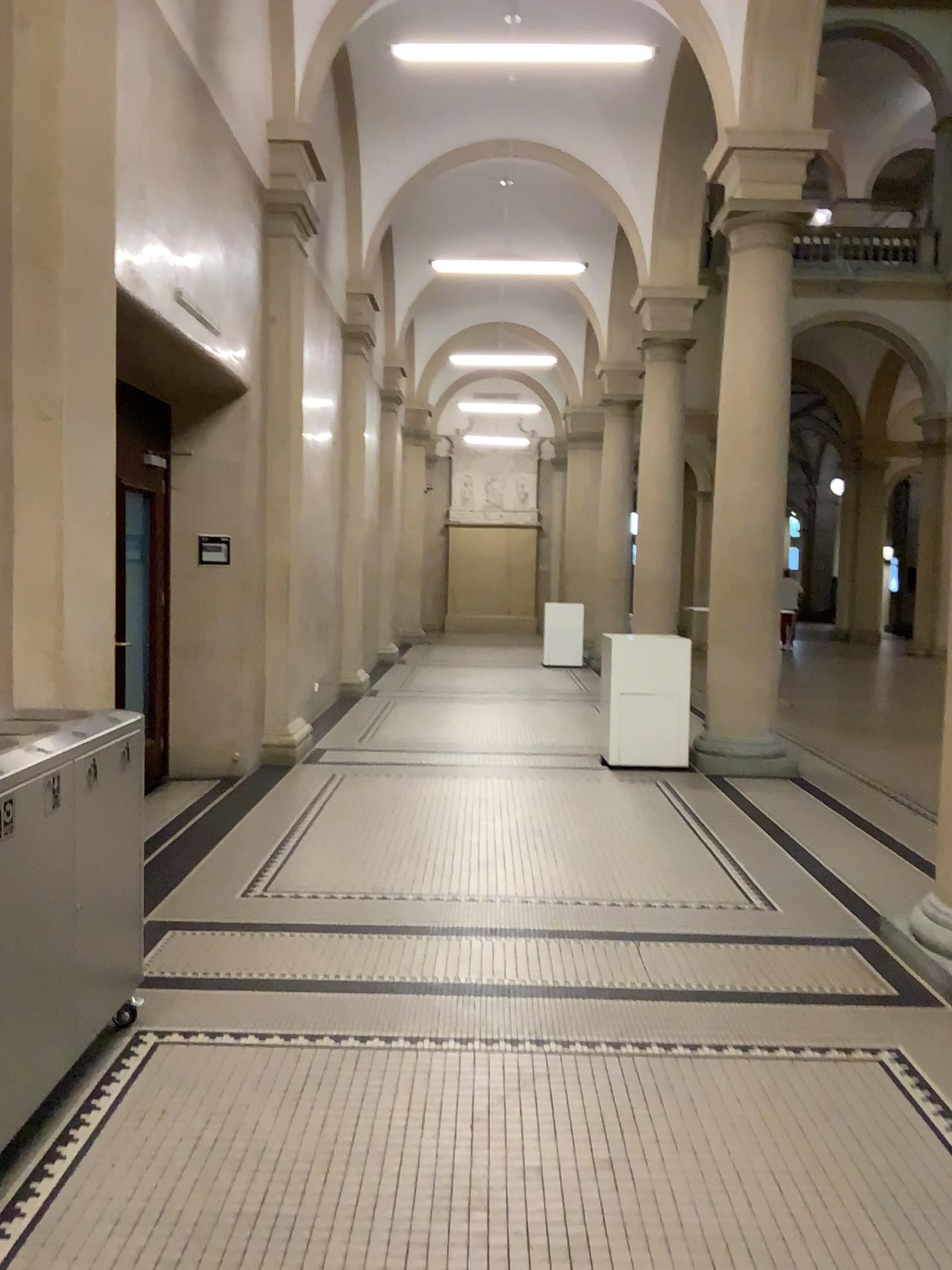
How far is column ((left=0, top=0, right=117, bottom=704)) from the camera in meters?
3.6

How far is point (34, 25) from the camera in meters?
3.6 m

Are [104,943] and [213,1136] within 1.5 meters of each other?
yes
